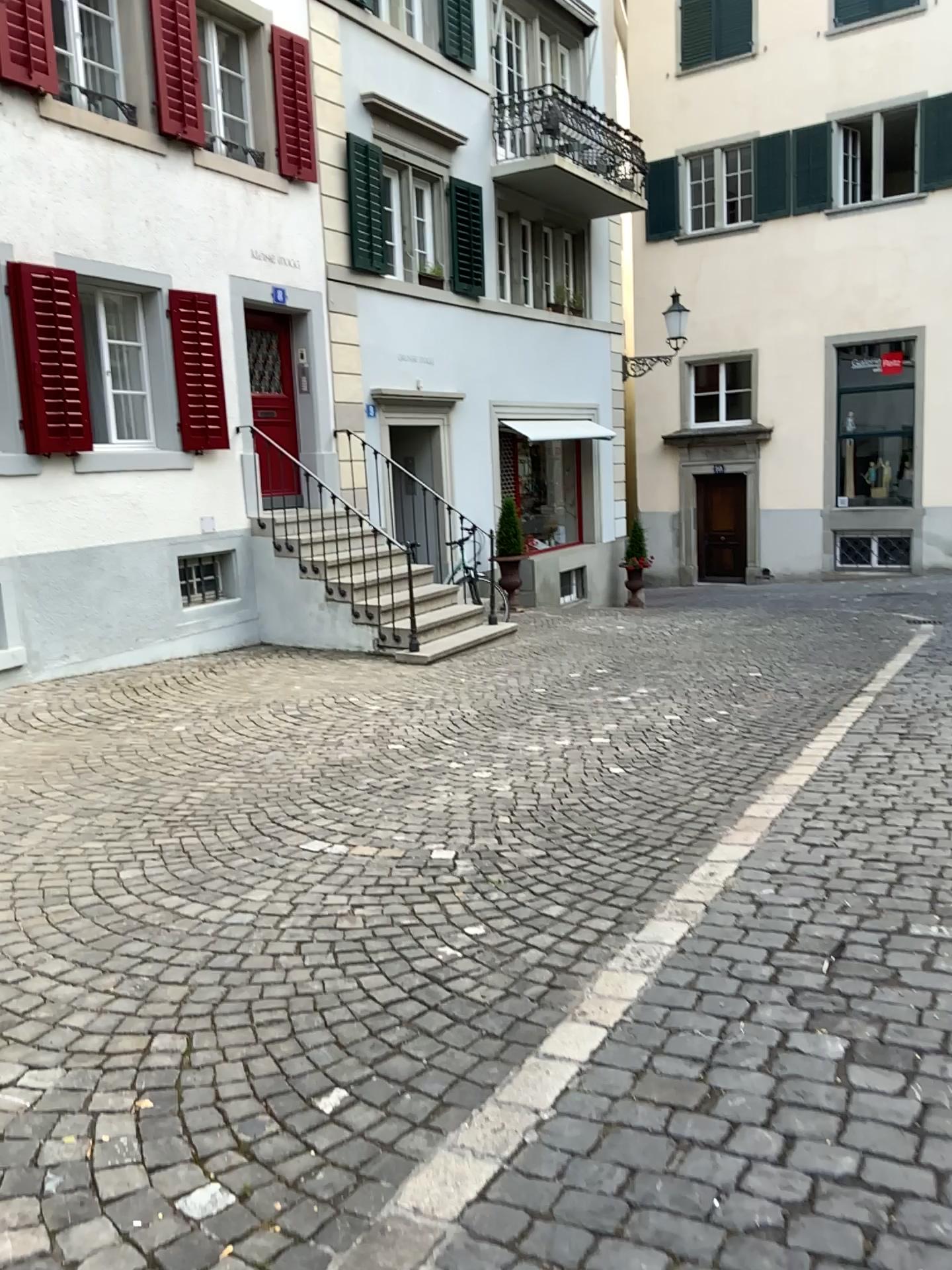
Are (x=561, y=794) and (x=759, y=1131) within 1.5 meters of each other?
no
